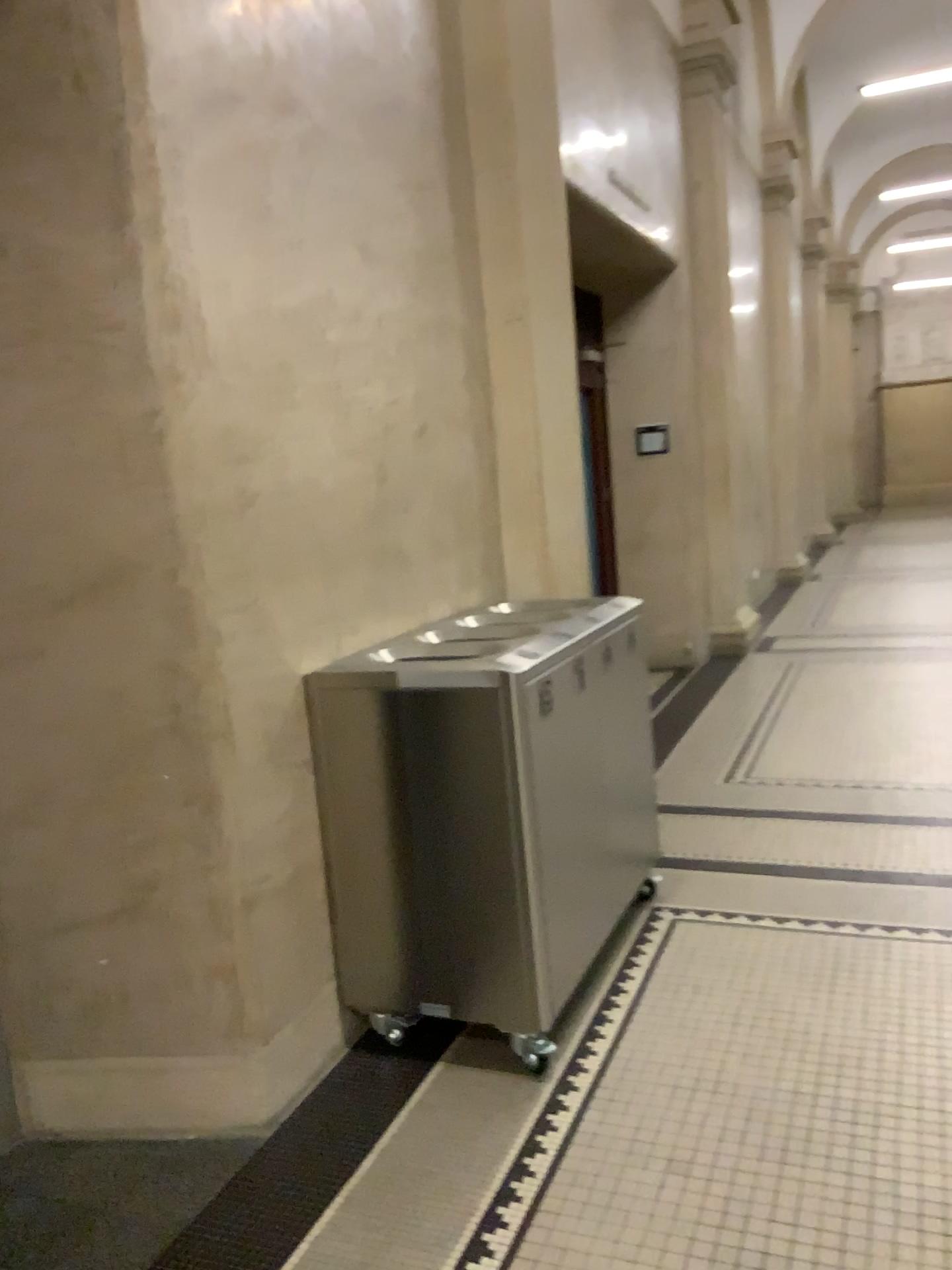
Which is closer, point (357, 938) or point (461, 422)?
point (357, 938)
